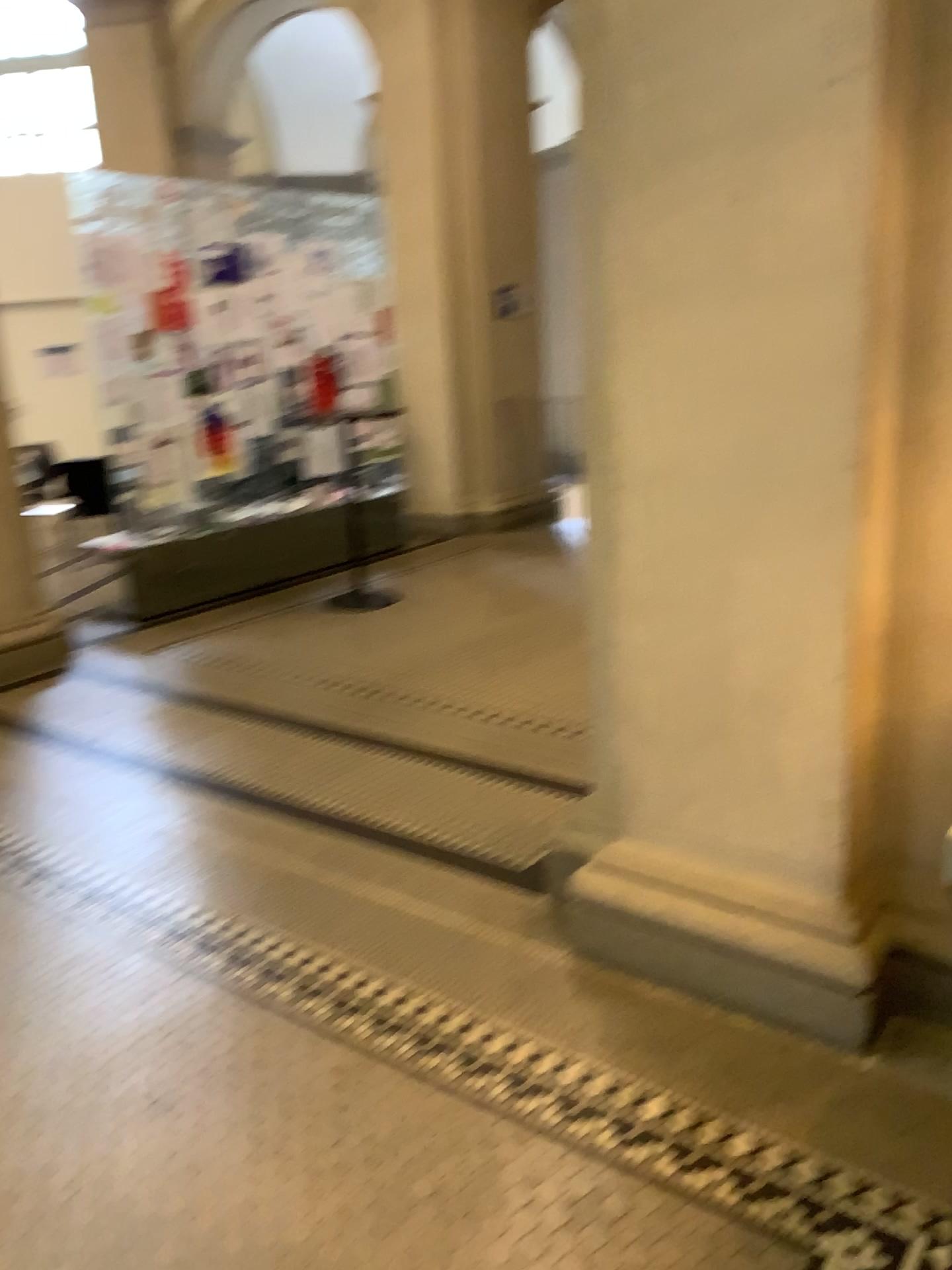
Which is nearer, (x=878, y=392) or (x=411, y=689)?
(x=878, y=392)

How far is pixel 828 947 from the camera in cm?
222

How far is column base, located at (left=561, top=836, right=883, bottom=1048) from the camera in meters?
2.2 m

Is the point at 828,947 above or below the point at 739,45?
below
